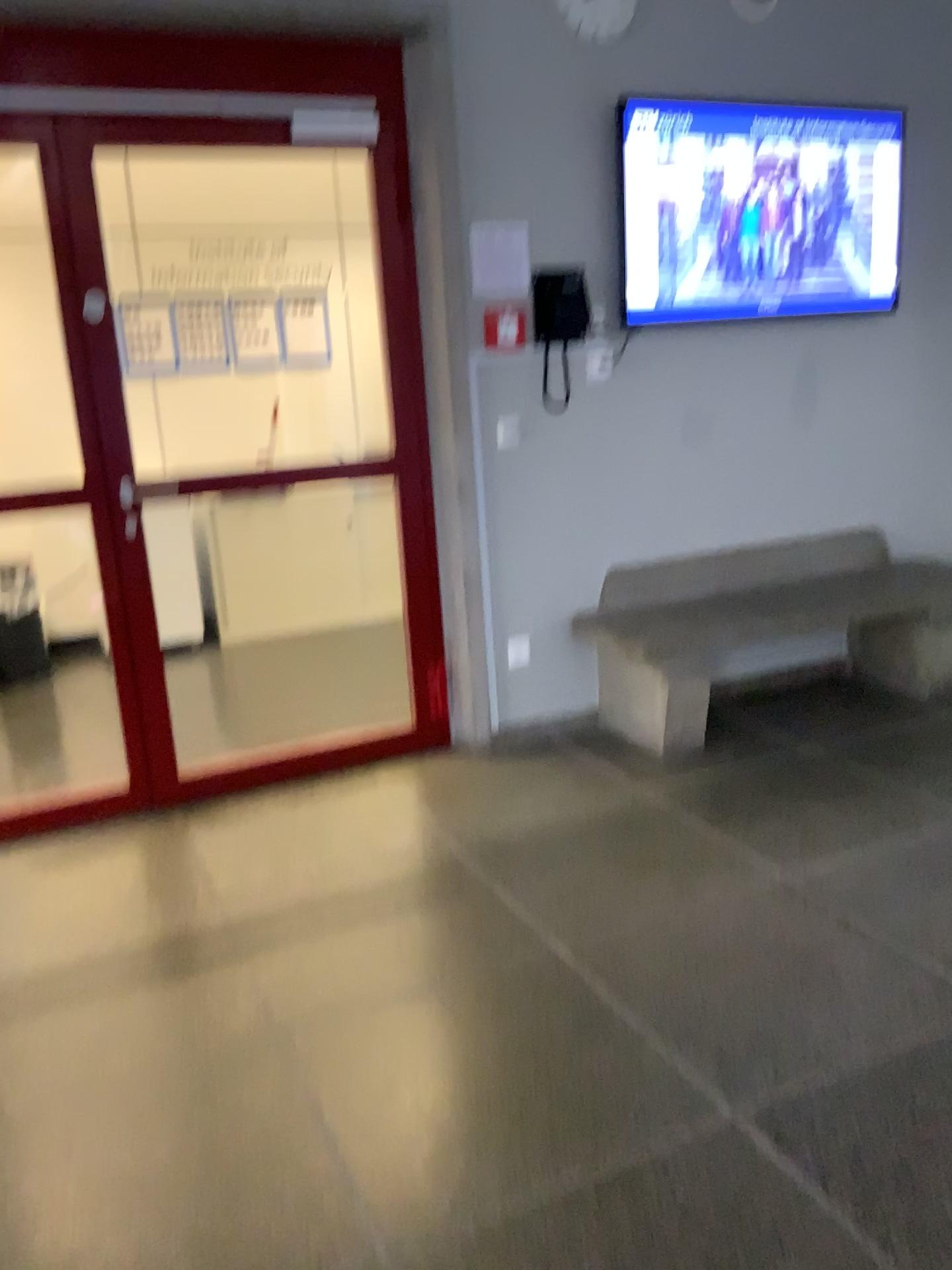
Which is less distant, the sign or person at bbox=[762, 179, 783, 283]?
the sign

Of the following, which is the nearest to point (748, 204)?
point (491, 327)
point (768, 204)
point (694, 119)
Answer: point (768, 204)

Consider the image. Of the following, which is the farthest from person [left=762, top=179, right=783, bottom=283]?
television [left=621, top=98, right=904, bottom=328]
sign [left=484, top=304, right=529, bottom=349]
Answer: sign [left=484, top=304, right=529, bottom=349]

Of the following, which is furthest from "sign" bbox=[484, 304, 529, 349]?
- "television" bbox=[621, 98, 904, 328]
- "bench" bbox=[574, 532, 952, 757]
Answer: "bench" bbox=[574, 532, 952, 757]

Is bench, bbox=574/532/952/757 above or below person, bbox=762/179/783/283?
below

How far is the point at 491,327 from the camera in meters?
3.6 m

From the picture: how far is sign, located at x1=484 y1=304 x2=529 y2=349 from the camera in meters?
3.6 m

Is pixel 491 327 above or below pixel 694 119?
below

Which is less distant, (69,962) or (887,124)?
(69,962)

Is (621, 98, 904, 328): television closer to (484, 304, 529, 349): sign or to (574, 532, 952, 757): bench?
(484, 304, 529, 349): sign
